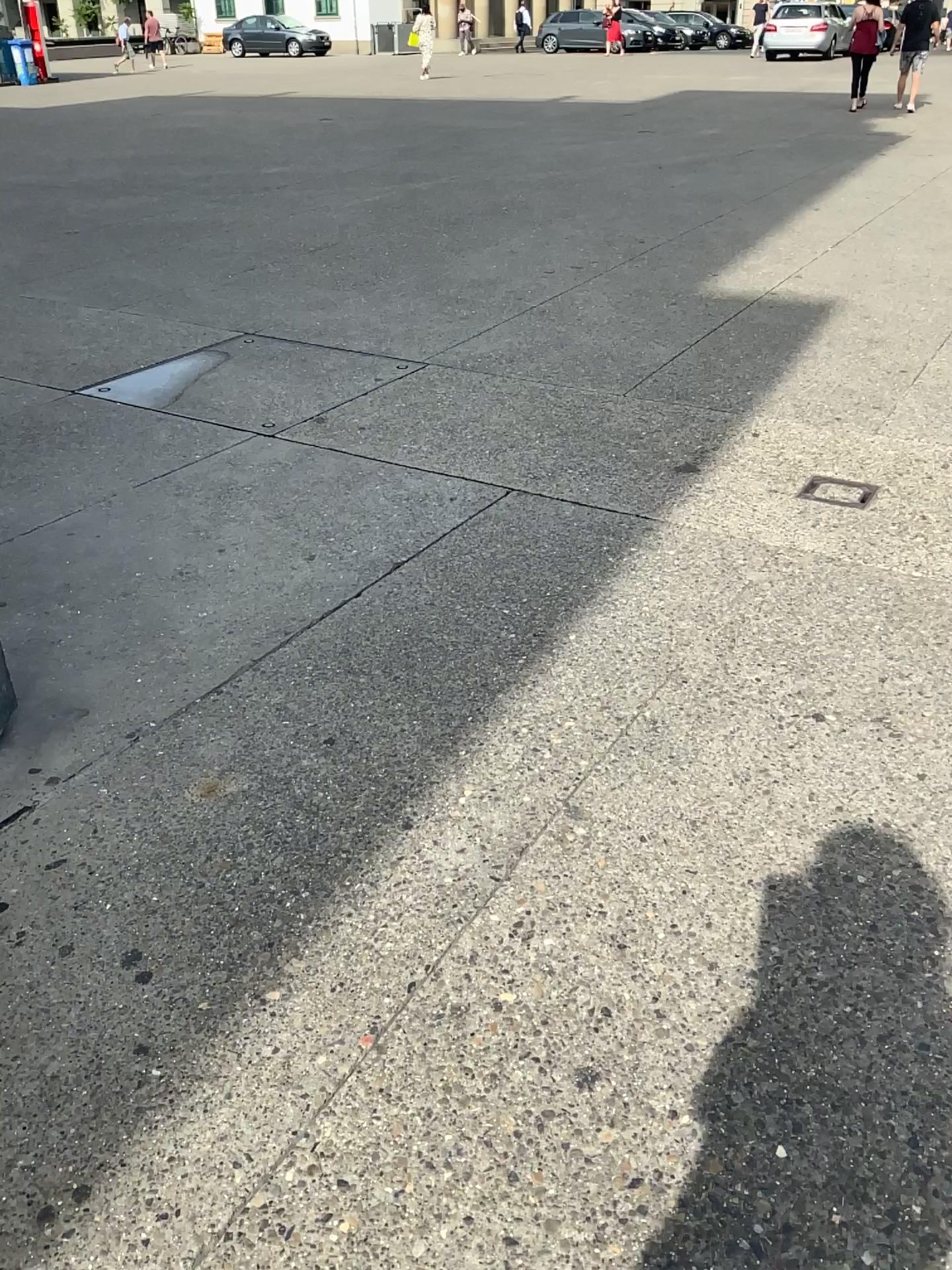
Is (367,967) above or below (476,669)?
below

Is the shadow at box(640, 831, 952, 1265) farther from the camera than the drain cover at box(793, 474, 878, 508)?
No

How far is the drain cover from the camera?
3.8m

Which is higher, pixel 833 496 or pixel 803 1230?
pixel 833 496

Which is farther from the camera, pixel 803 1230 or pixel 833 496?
pixel 833 496

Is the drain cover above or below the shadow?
above

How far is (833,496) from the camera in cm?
381
